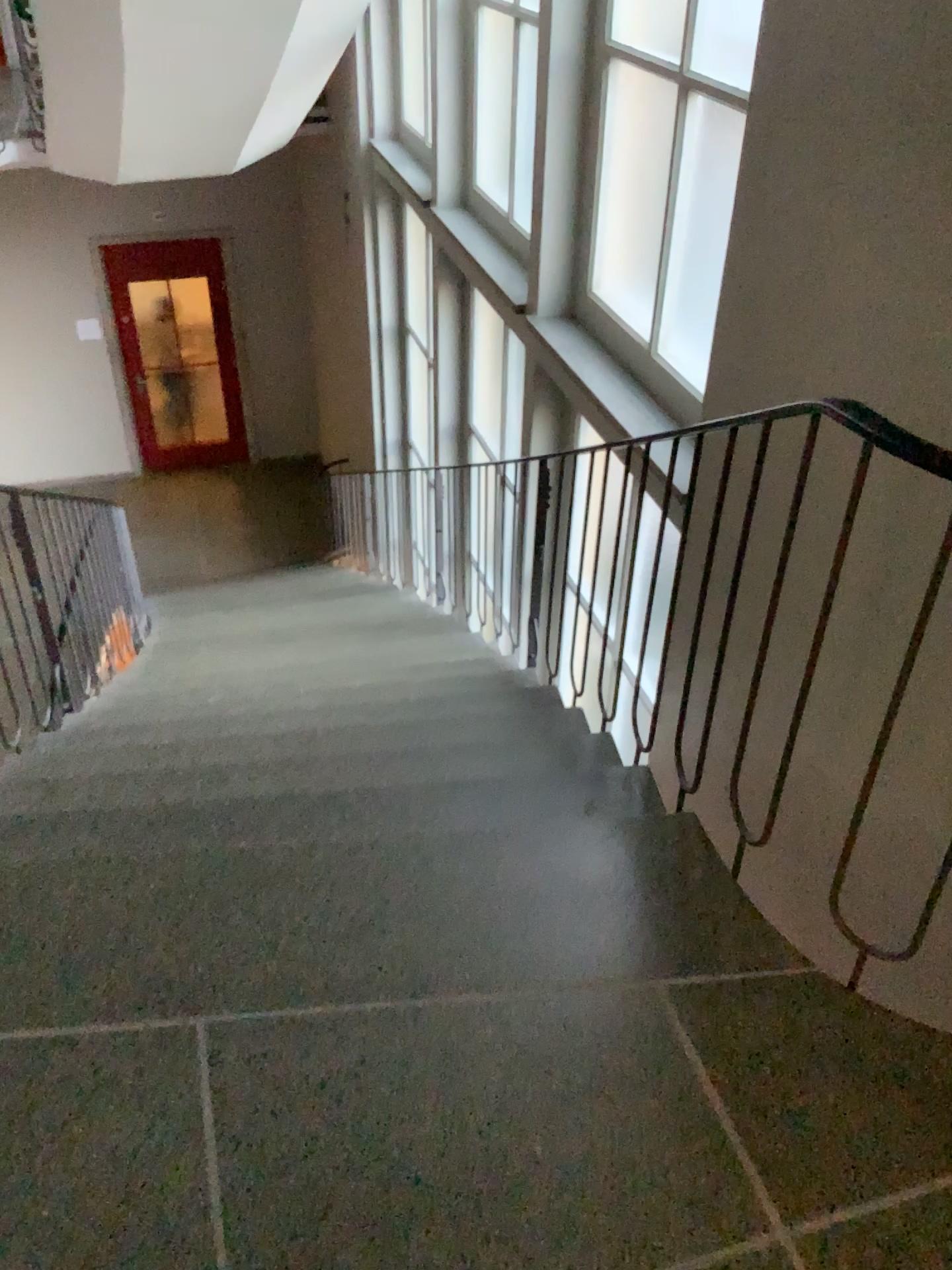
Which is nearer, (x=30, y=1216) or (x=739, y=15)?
(x=30, y=1216)

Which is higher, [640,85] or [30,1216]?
[640,85]

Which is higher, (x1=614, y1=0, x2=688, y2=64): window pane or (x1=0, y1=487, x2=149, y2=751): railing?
(x1=614, y1=0, x2=688, y2=64): window pane

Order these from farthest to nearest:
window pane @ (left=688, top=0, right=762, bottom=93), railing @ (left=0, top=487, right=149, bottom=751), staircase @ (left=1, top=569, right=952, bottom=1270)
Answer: railing @ (left=0, top=487, right=149, bottom=751)
window pane @ (left=688, top=0, right=762, bottom=93)
staircase @ (left=1, top=569, right=952, bottom=1270)

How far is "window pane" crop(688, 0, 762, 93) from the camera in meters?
2.7

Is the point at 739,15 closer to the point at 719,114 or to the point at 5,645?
the point at 719,114

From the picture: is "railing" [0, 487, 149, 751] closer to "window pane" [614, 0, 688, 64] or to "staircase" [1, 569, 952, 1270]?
"staircase" [1, 569, 952, 1270]

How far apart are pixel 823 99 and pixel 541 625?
2.0 meters

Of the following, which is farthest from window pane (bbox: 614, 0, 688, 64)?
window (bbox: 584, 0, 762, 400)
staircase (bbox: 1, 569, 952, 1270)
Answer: staircase (bbox: 1, 569, 952, 1270)

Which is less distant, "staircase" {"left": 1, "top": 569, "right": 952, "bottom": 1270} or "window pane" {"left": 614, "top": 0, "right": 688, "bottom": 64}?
"staircase" {"left": 1, "top": 569, "right": 952, "bottom": 1270}
